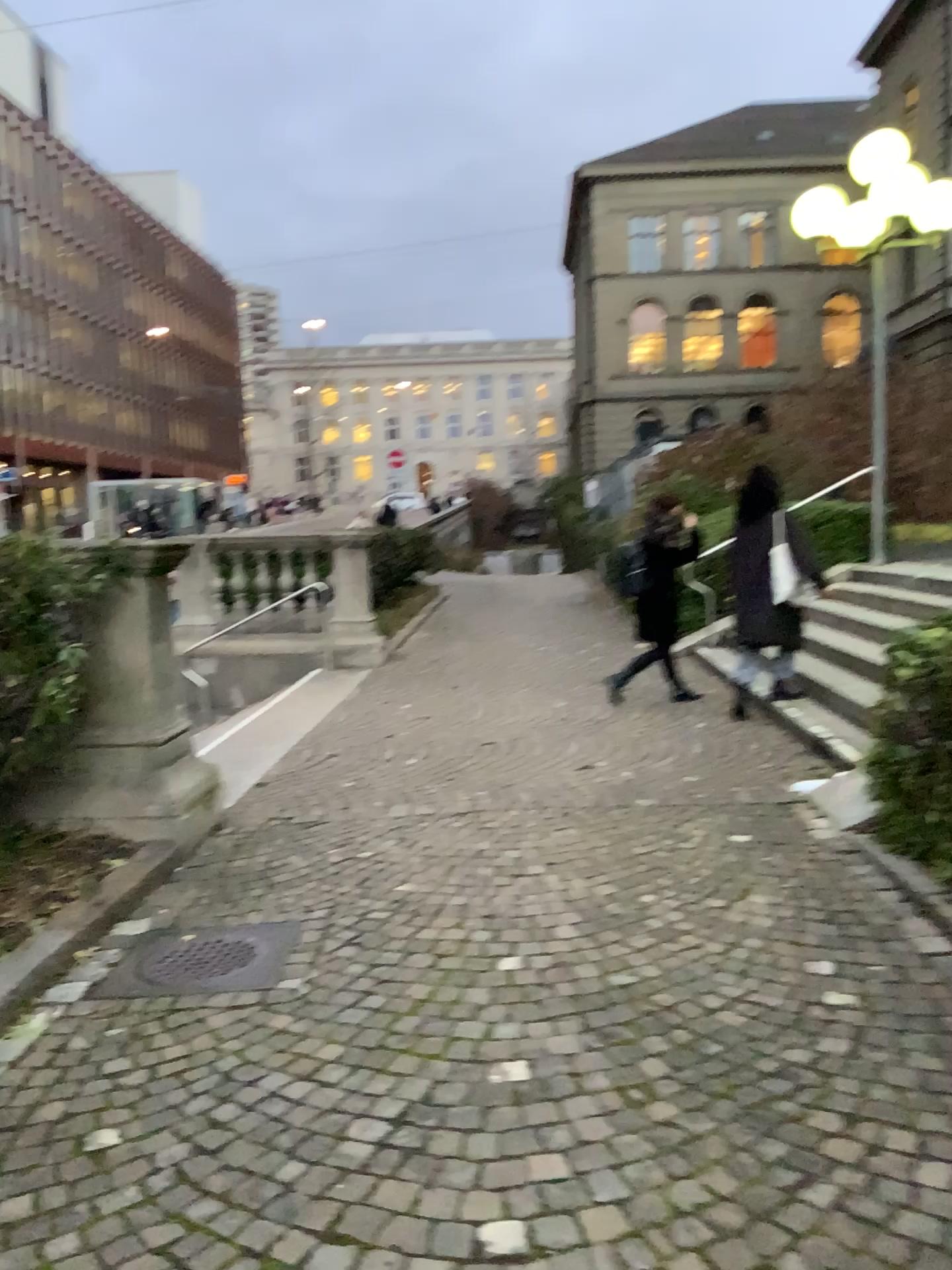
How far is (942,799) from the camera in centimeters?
412cm

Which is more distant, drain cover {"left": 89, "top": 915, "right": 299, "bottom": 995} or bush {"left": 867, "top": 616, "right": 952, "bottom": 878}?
bush {"left": 867, "top": 616, "right": 952, "bottom": 878}

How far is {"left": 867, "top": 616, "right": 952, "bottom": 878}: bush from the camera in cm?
412

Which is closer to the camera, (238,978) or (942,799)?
(238,978)

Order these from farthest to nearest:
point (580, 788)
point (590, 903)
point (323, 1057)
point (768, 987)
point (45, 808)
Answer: point (580, 788) → point (45, 808) → point (590, 903) → point (768, 987) → point (323, 1057)

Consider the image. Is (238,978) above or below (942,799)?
below
